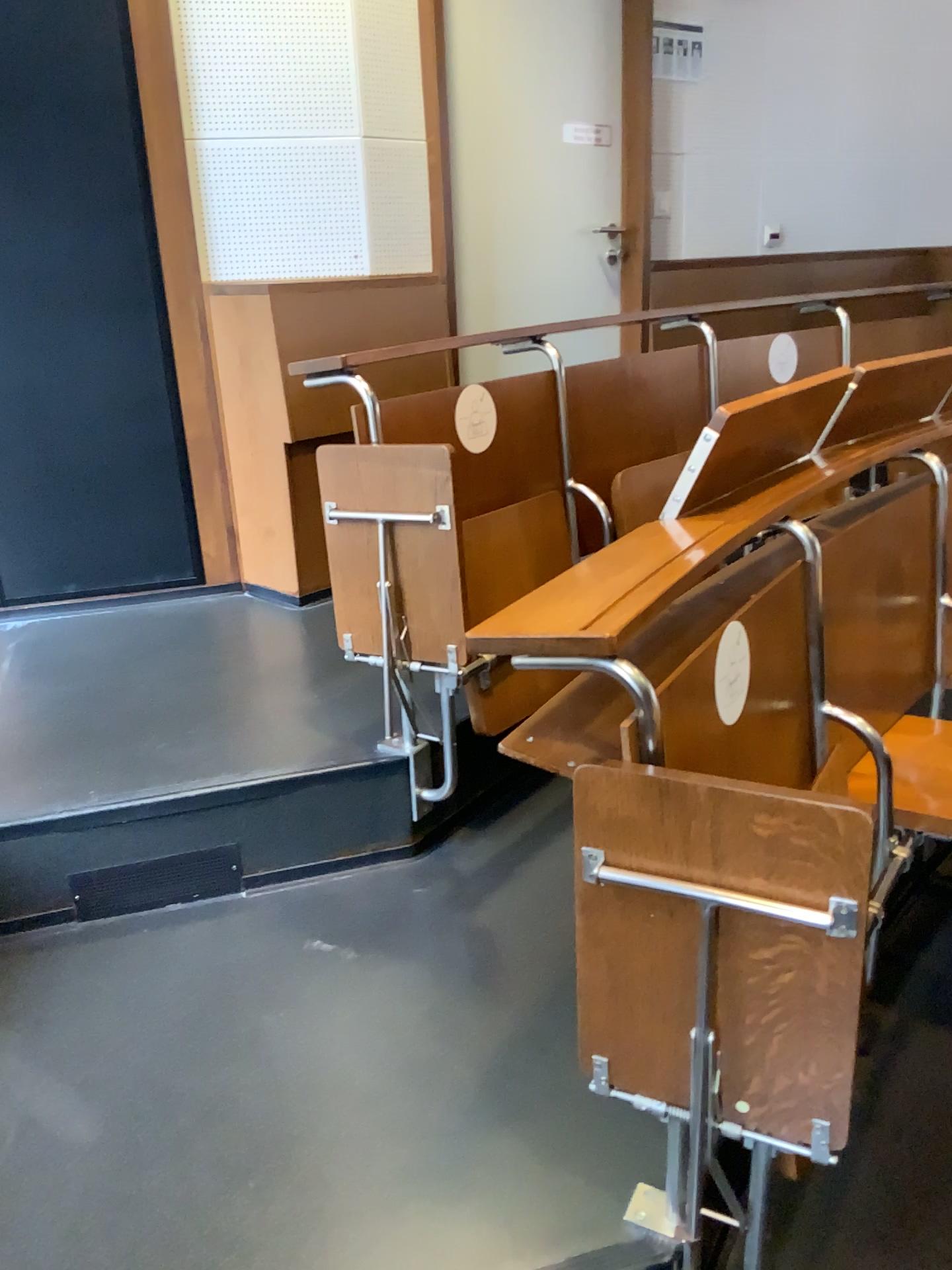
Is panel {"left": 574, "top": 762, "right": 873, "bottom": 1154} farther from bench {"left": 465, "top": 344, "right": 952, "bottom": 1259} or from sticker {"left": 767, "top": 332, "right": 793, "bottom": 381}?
sticker {"left": 767, "top": 332, "right": 793, "bottom": 381}

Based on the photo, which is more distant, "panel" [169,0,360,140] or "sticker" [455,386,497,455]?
"panel" [169,0,360,140]

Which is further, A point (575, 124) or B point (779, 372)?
A point (575, 124)

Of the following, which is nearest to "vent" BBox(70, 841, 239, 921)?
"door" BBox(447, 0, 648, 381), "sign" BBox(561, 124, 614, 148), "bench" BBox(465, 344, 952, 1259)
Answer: "bench" BBox(465, 344, 952, 1259)

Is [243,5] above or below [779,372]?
above

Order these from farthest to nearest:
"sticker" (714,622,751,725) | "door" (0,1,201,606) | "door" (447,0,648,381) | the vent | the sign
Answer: the sign → "door" (447,0,648,381) → "door" (0,1,201,606) → the vent → "sticker" (714,622,751,725)

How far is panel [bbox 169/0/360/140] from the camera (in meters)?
2.76

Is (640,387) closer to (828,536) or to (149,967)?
(828,536)

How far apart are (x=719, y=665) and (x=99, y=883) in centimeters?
129cm

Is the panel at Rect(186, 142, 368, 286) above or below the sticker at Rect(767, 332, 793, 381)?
above
